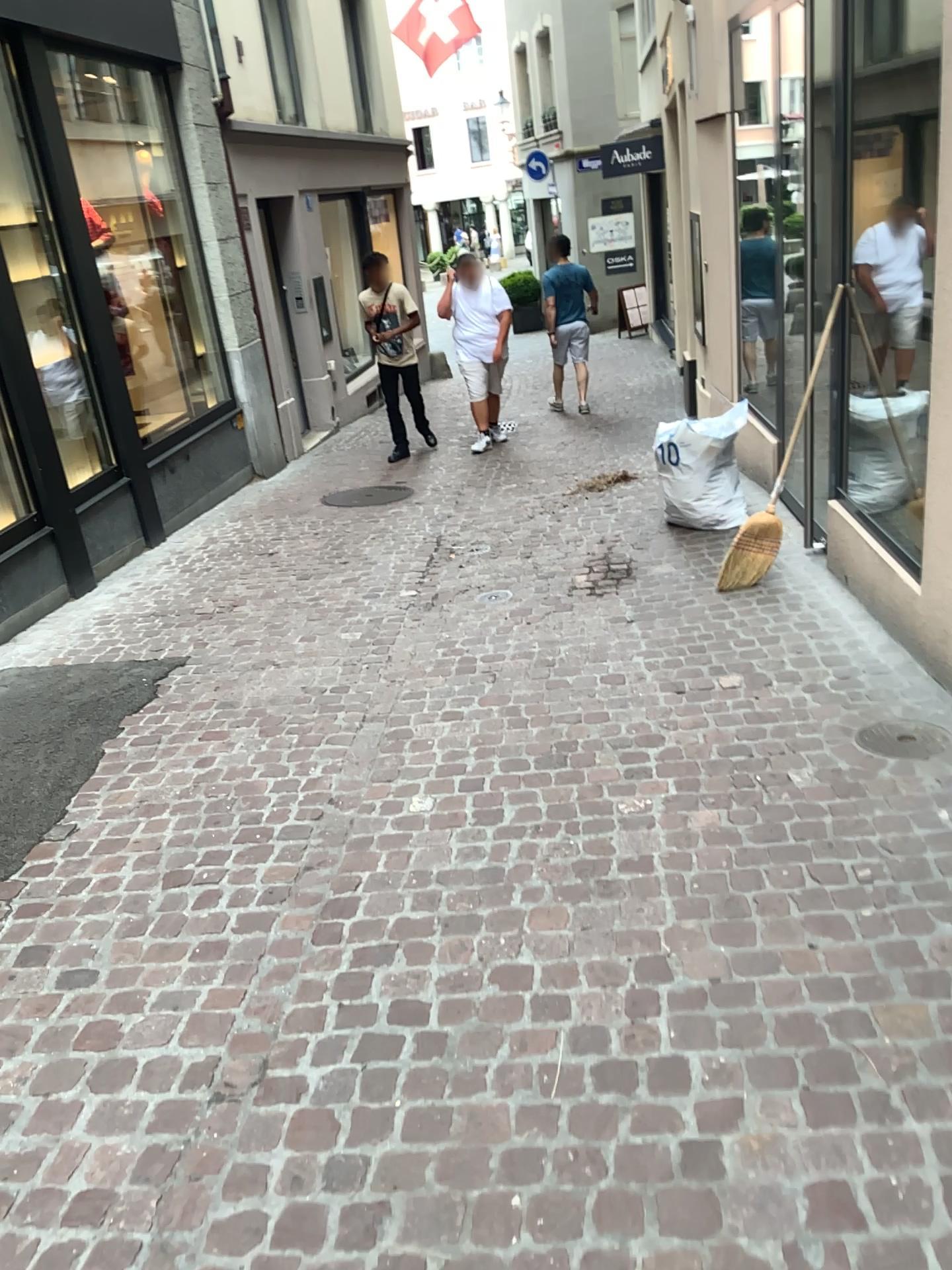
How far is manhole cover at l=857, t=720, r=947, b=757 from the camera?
3.3m

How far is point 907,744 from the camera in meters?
3.3 m

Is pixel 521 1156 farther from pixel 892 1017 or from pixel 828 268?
pixel 828 268
